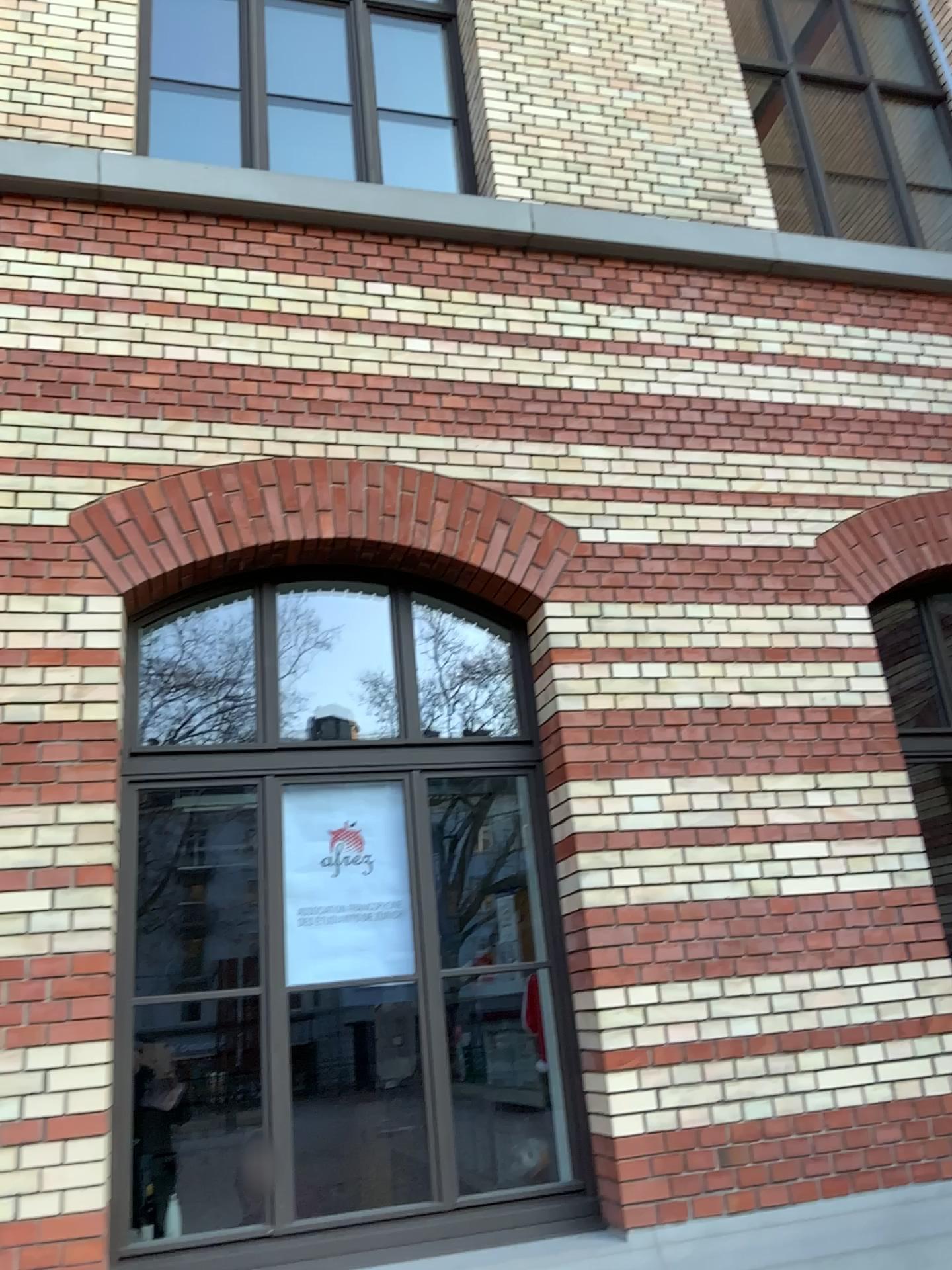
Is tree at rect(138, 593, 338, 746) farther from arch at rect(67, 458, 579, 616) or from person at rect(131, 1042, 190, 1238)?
person at rect(131, 1042, 190, 1238)

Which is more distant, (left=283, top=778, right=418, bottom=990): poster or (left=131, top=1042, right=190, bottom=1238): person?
(left=283, top=778, right=418, bottom=990): poster

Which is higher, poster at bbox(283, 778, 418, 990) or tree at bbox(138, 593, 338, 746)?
tree at bbox(138, 593, 338, 746)

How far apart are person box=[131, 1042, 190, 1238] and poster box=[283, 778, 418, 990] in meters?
0.5 m

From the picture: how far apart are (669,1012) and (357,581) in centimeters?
211cm

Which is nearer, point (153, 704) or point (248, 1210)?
point (248, 1210)

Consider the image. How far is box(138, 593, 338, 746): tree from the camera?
4.09m

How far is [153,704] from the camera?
4.1 meters

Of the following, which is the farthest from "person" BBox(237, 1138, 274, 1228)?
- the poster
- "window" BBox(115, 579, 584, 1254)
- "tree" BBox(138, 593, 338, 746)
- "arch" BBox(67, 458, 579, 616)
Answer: "arch" BBox(67, 458, 579, 616)

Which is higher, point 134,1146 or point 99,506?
point 99,506
